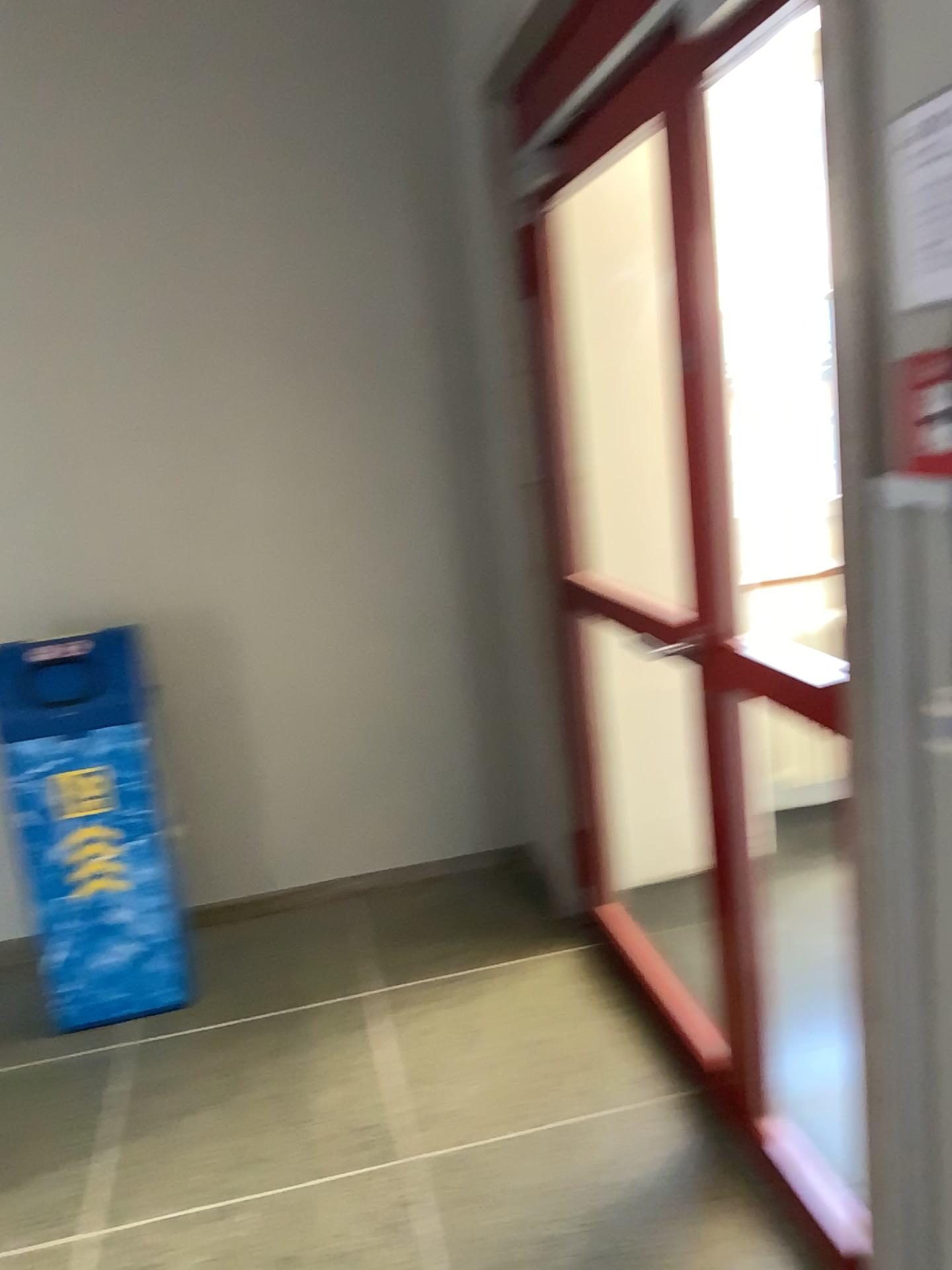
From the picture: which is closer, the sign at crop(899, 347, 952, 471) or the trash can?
the sign at crop(899, 347, 952, 471)

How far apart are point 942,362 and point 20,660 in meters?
2.4 m

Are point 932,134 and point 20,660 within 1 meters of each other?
no

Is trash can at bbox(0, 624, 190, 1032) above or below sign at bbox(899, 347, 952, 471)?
below

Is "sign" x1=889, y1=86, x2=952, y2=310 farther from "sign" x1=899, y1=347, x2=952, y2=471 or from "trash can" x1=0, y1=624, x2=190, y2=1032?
"trash can" x1=0, y1=624, x2=190, y2=1032

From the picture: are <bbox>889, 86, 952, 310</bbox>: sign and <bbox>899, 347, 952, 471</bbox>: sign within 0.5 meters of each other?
yes

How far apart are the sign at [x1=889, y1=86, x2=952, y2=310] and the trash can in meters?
2.3 m

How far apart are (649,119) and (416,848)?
2.5m

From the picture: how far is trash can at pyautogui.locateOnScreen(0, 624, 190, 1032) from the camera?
2.82m

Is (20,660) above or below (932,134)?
below
